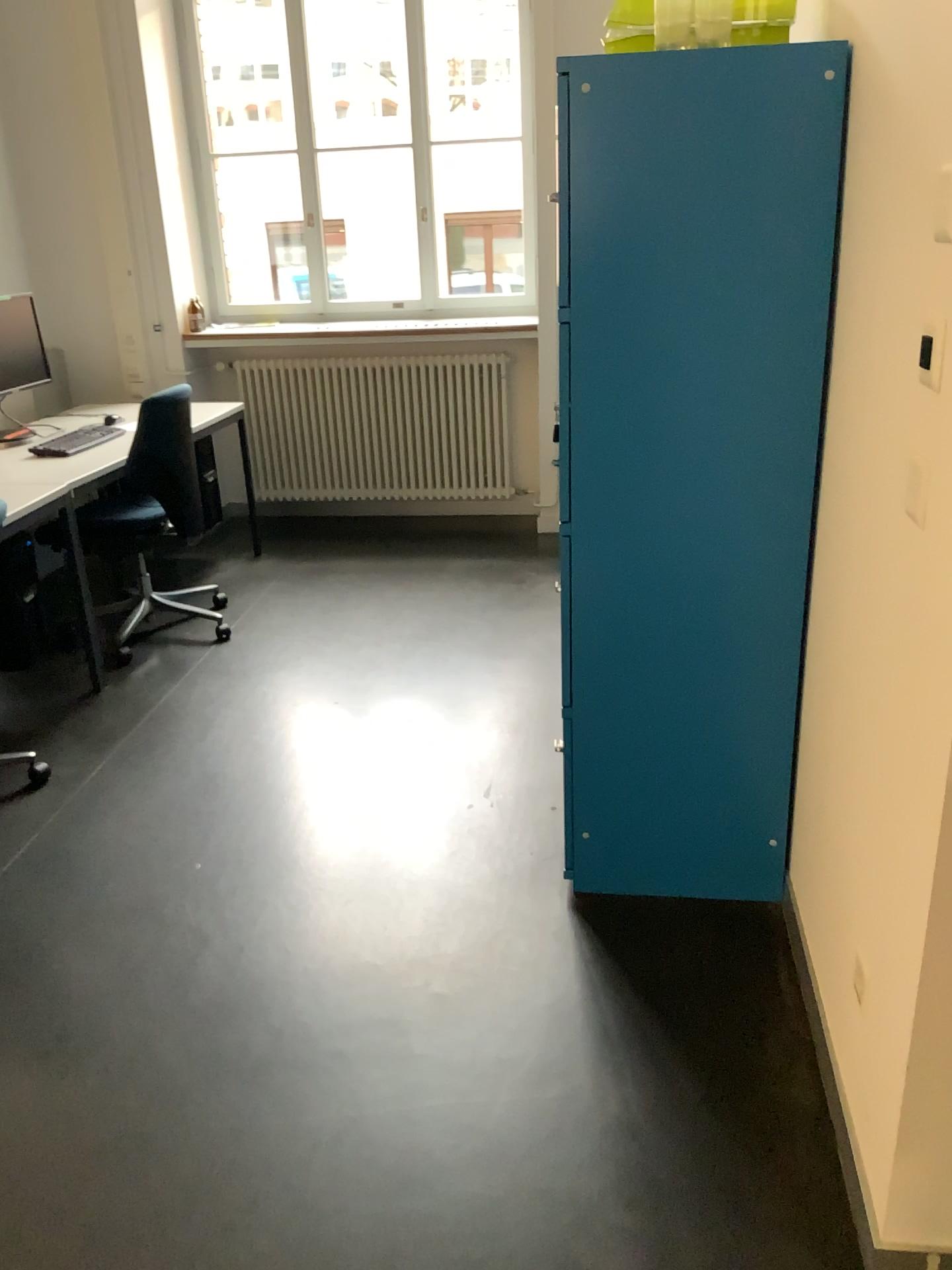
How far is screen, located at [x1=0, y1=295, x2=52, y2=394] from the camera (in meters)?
4.18

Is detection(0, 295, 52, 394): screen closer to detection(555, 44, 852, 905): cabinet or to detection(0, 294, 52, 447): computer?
detection(0, 294, 52, 447): computer

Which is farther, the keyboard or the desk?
the keyboard

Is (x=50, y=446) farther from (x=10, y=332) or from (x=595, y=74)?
(x=595, y=74)

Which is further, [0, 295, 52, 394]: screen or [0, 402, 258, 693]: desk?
[0, 295, 52, 394]: screen

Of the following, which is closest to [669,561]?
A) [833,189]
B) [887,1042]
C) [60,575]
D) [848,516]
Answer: [848,516]

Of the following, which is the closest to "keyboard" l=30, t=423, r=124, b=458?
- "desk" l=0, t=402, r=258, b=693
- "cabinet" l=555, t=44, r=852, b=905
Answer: "desk" l=0, t=402, r=258, b=693

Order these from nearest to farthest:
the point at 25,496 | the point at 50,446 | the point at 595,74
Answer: the point at 595,74
the point at 25,496
the point at 50,446

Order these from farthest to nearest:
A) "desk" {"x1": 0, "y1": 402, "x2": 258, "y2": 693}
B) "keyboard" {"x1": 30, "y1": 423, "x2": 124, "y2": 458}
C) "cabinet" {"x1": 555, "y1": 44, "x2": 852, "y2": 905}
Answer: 1. "keyboard" {"x1": 30, "y1": 423, "x2": 124, "y2": 458}
2. "desk" {"x1": 0, "y1": 402, "x2": 258, "y2": 693}
3. "cabinet" {"x1": 555, "y1": 44, "x2": 852, "y2": 905}

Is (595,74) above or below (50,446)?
above
